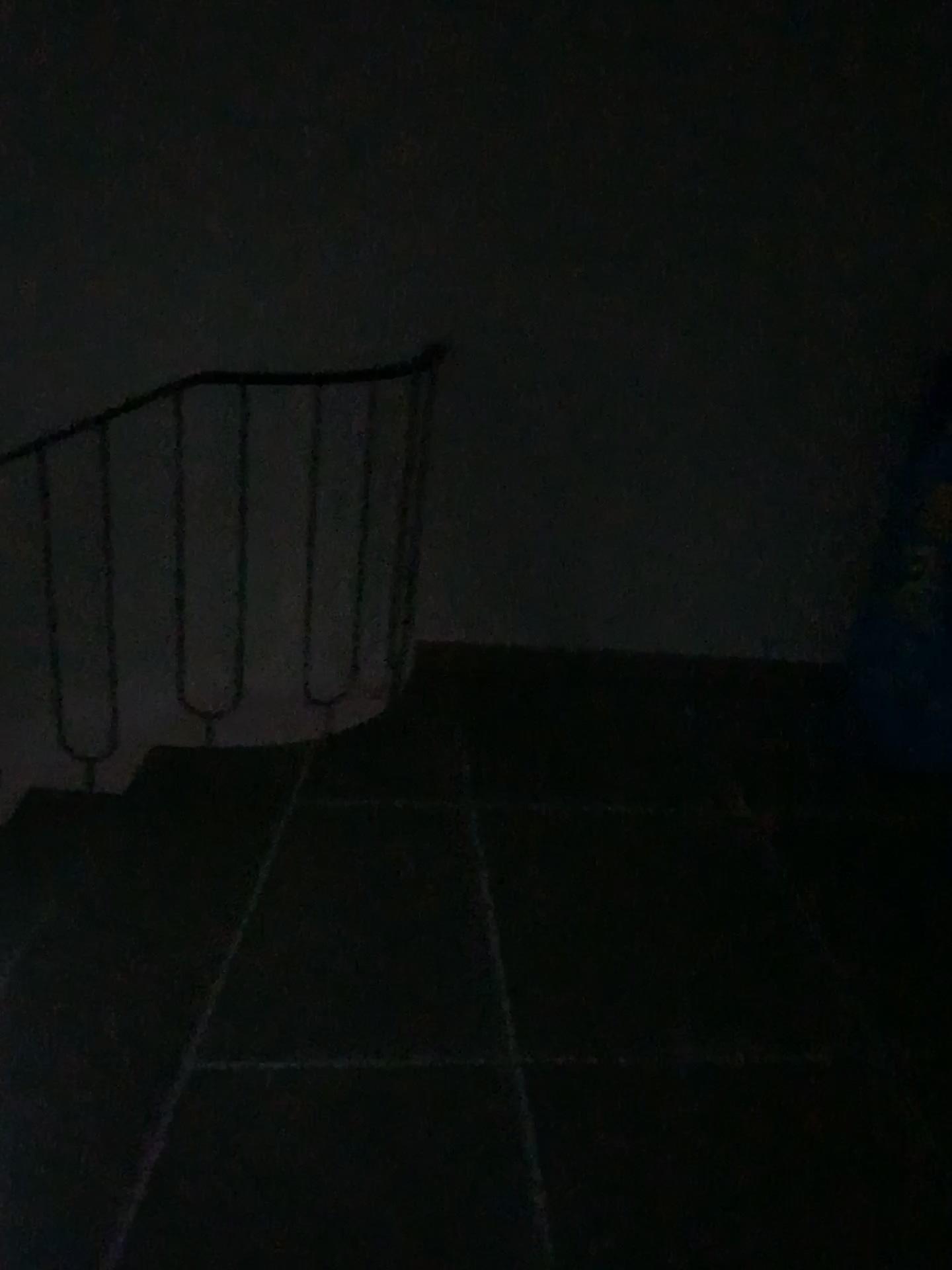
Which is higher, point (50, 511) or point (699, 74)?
point (699, 74)

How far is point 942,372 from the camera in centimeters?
277cm

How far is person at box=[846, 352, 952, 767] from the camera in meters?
2.8 m
